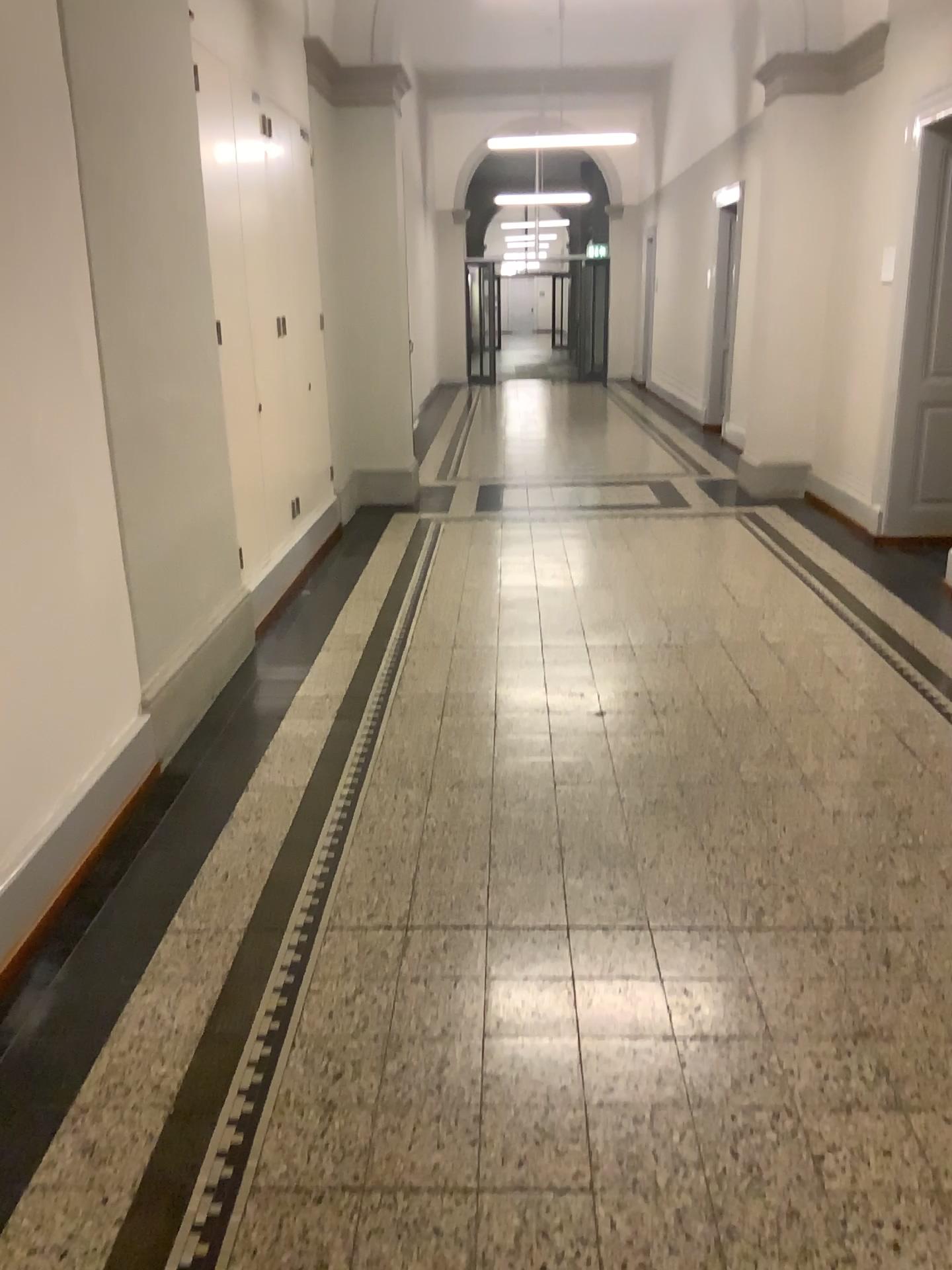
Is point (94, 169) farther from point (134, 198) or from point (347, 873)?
point (347, 873)
